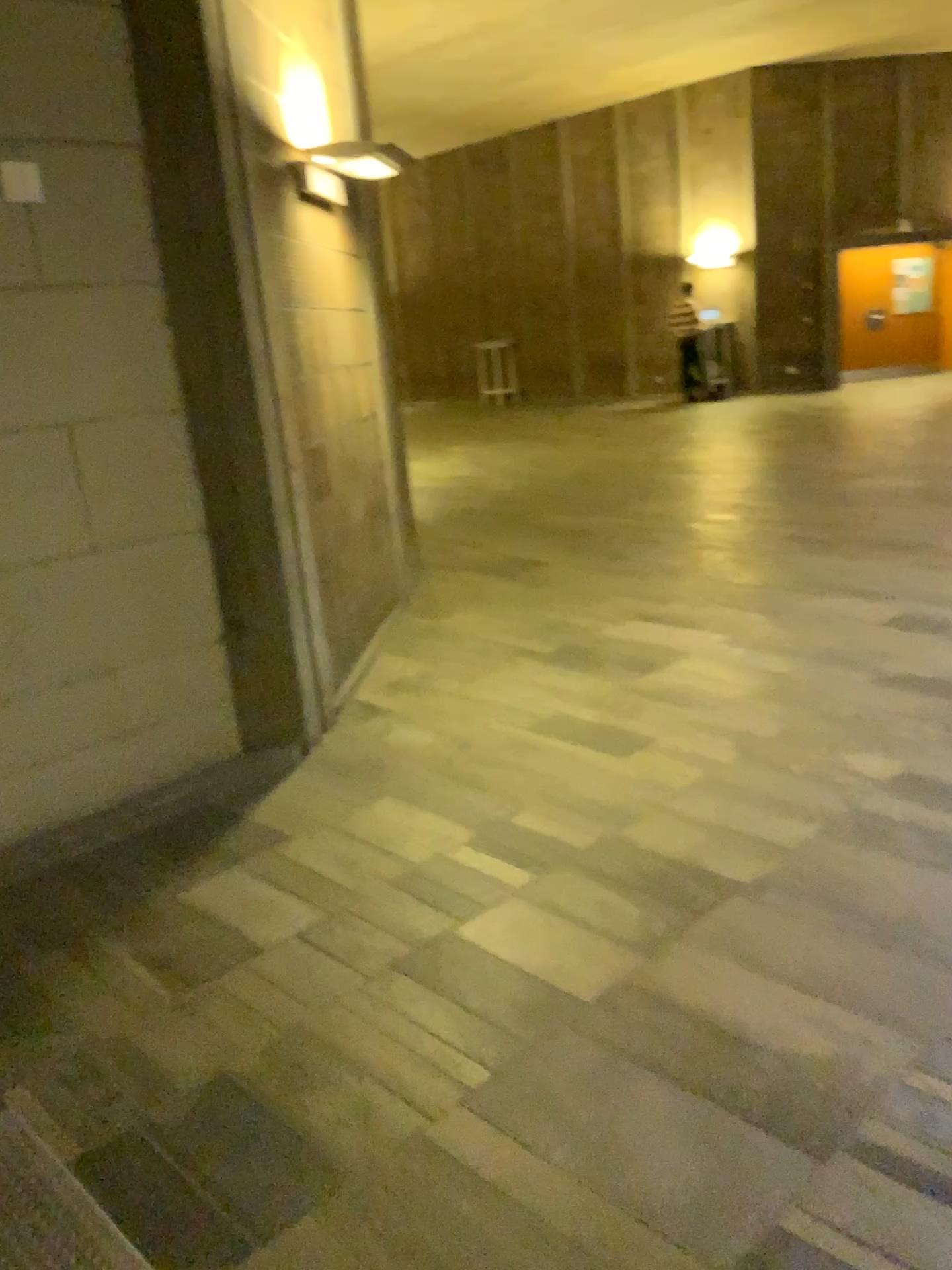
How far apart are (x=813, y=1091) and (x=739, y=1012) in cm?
26
